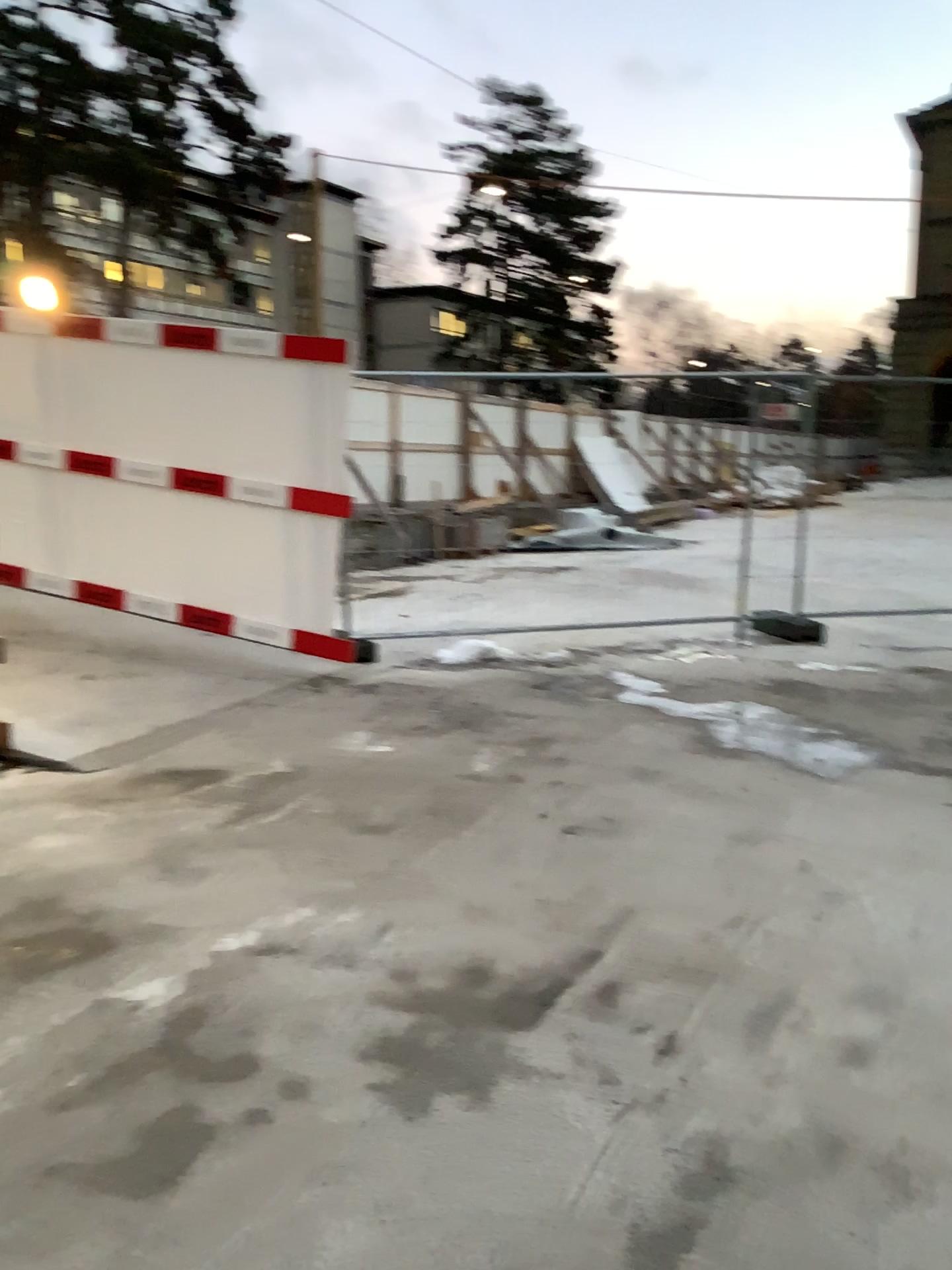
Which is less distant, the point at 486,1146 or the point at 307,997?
the point at 486,1146
